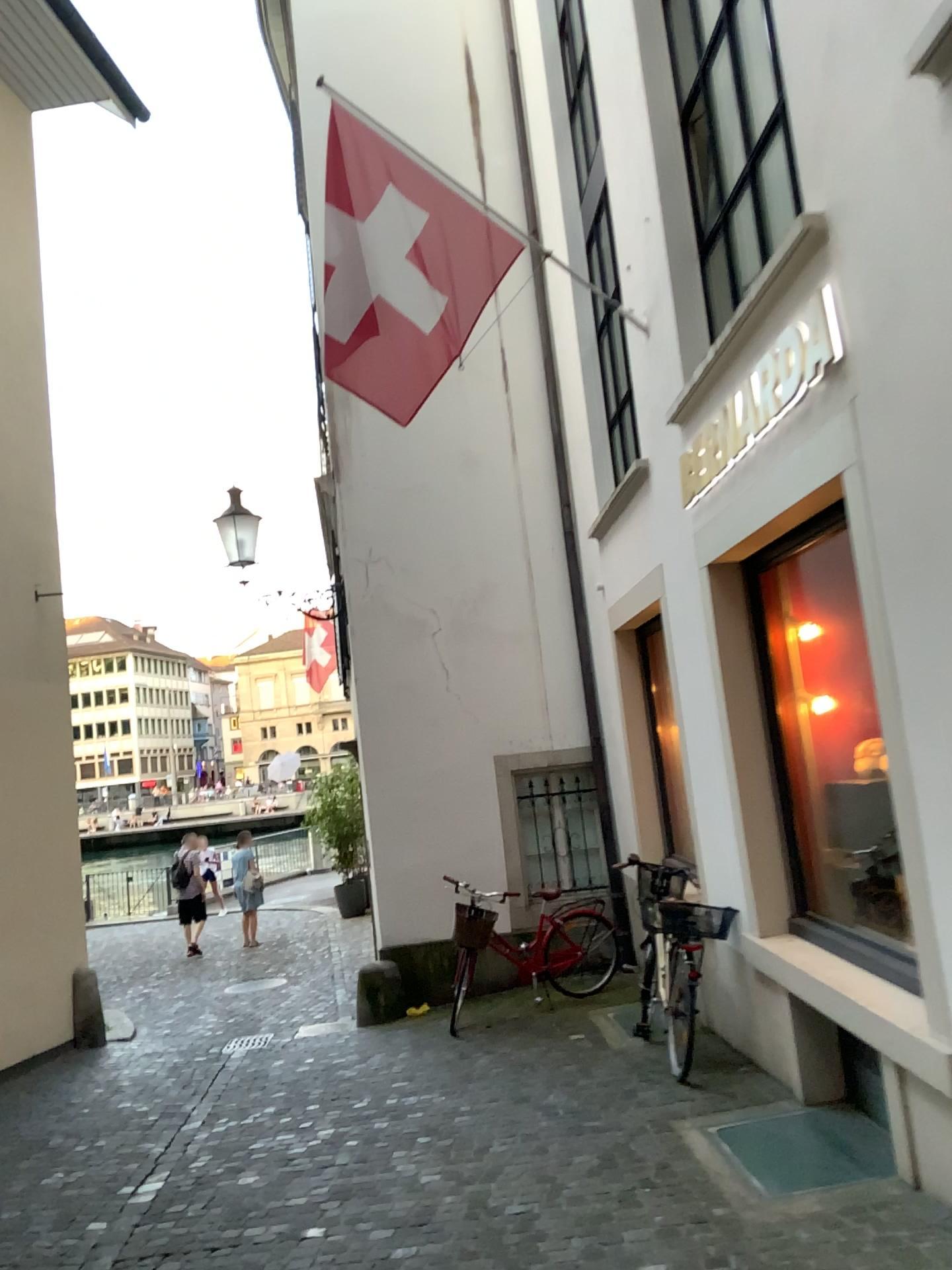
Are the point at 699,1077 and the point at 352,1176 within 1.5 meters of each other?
no
